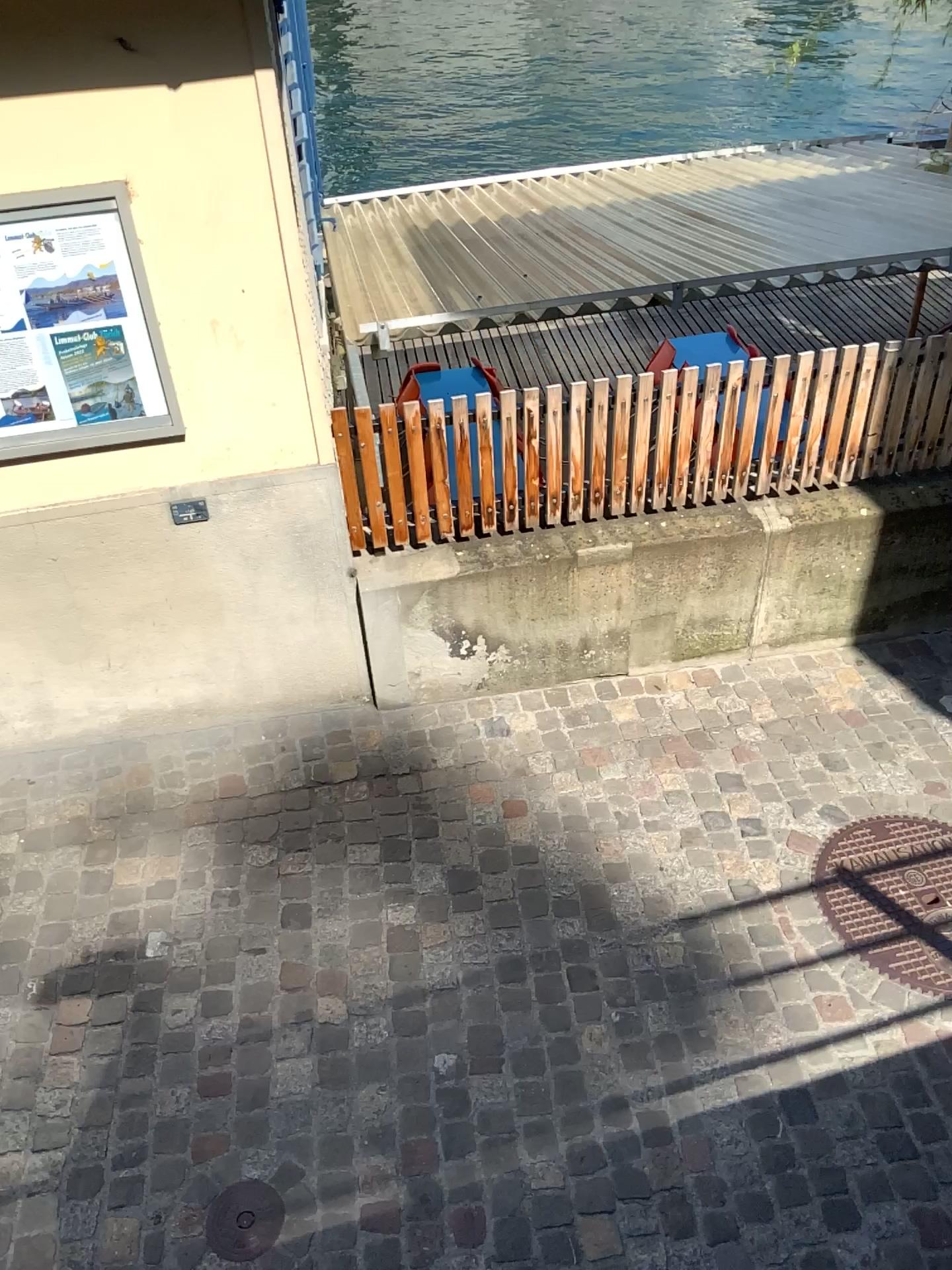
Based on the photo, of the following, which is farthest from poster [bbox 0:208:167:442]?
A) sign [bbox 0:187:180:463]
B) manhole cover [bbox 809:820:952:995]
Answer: manhole cover [bbox 809:820:952:995]

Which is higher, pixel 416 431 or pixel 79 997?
pixel 416 431

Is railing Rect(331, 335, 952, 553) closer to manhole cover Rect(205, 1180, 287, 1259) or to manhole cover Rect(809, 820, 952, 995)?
manhole cover Rect(809, 820, 952, 995)

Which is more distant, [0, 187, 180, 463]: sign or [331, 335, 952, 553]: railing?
[331, 335, 952, 553]: railing

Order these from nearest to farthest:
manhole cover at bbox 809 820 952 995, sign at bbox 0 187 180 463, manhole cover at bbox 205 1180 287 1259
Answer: manhole cover at bbox 205 1180 287 1259 < sign at bbox 0 187 180 463 < manhole cover at bbox 809 820 952 995

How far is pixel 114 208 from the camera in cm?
285

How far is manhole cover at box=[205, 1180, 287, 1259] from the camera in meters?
2.5

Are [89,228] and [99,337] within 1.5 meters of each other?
yes

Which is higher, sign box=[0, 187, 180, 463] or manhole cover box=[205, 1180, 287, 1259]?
sign box=[0, 187, 180, 463]

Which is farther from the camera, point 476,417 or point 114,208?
point 476,417
